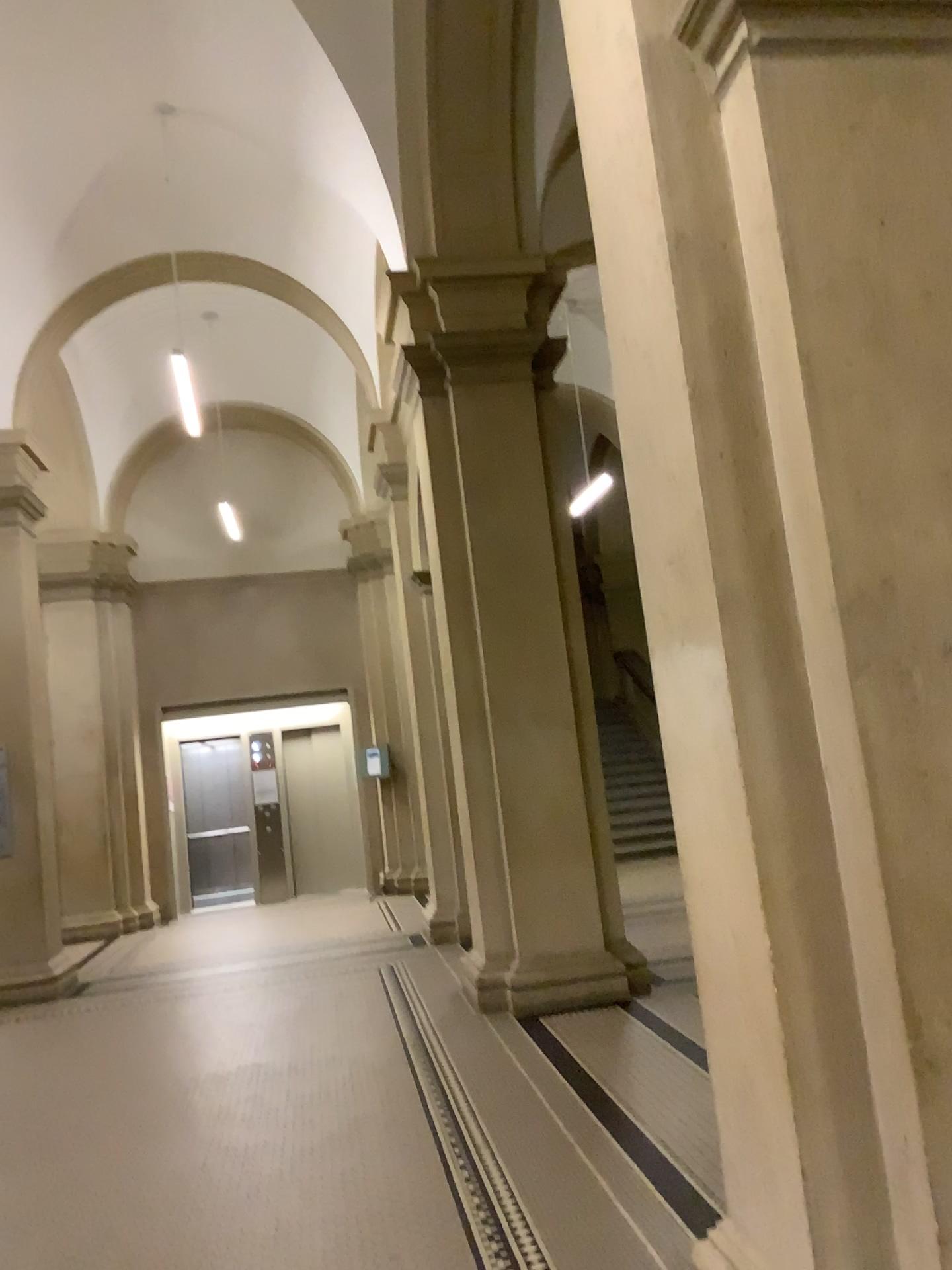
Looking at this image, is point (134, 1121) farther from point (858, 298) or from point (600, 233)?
point (858, 298)
